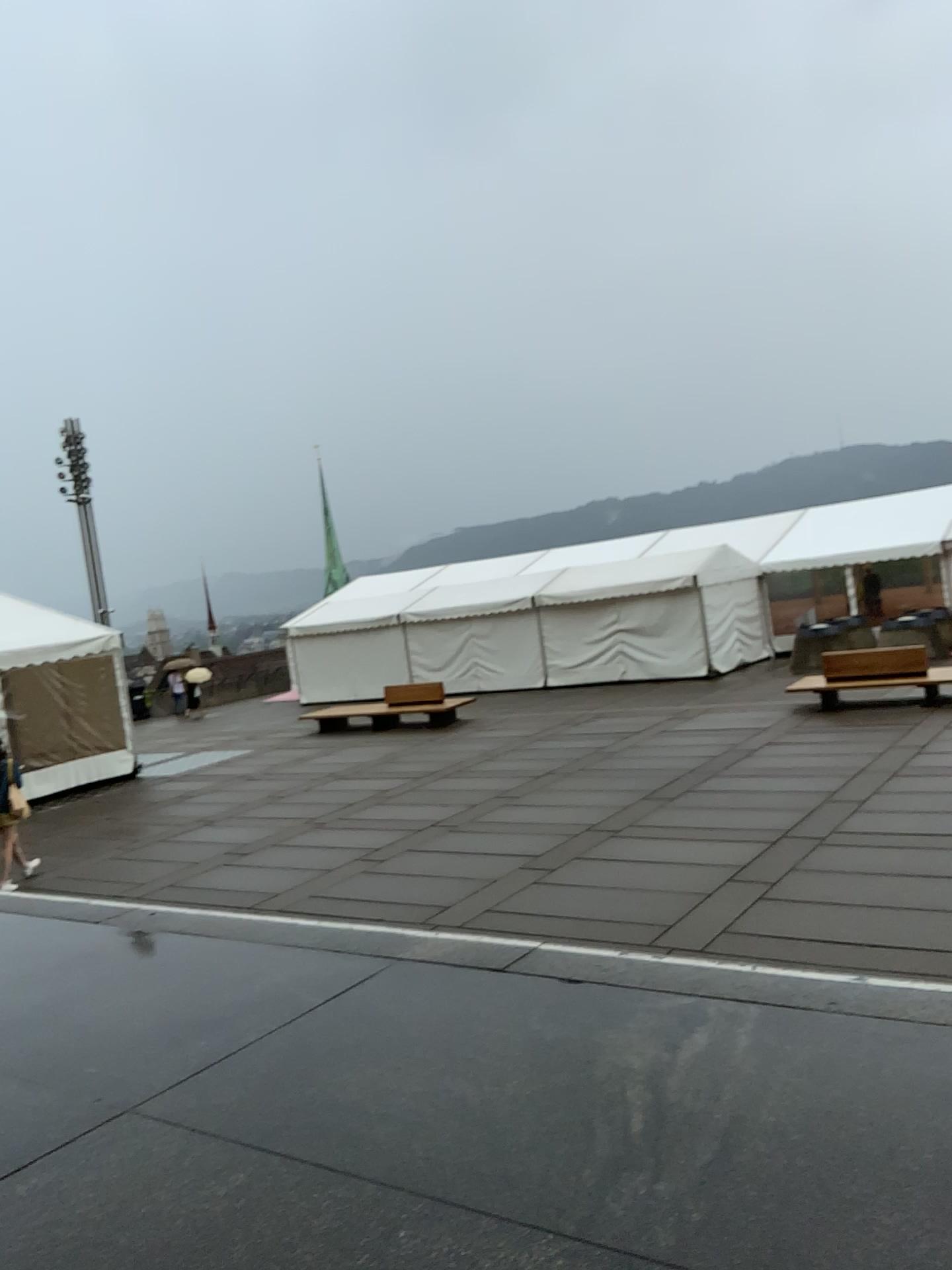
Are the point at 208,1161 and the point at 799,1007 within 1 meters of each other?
no
